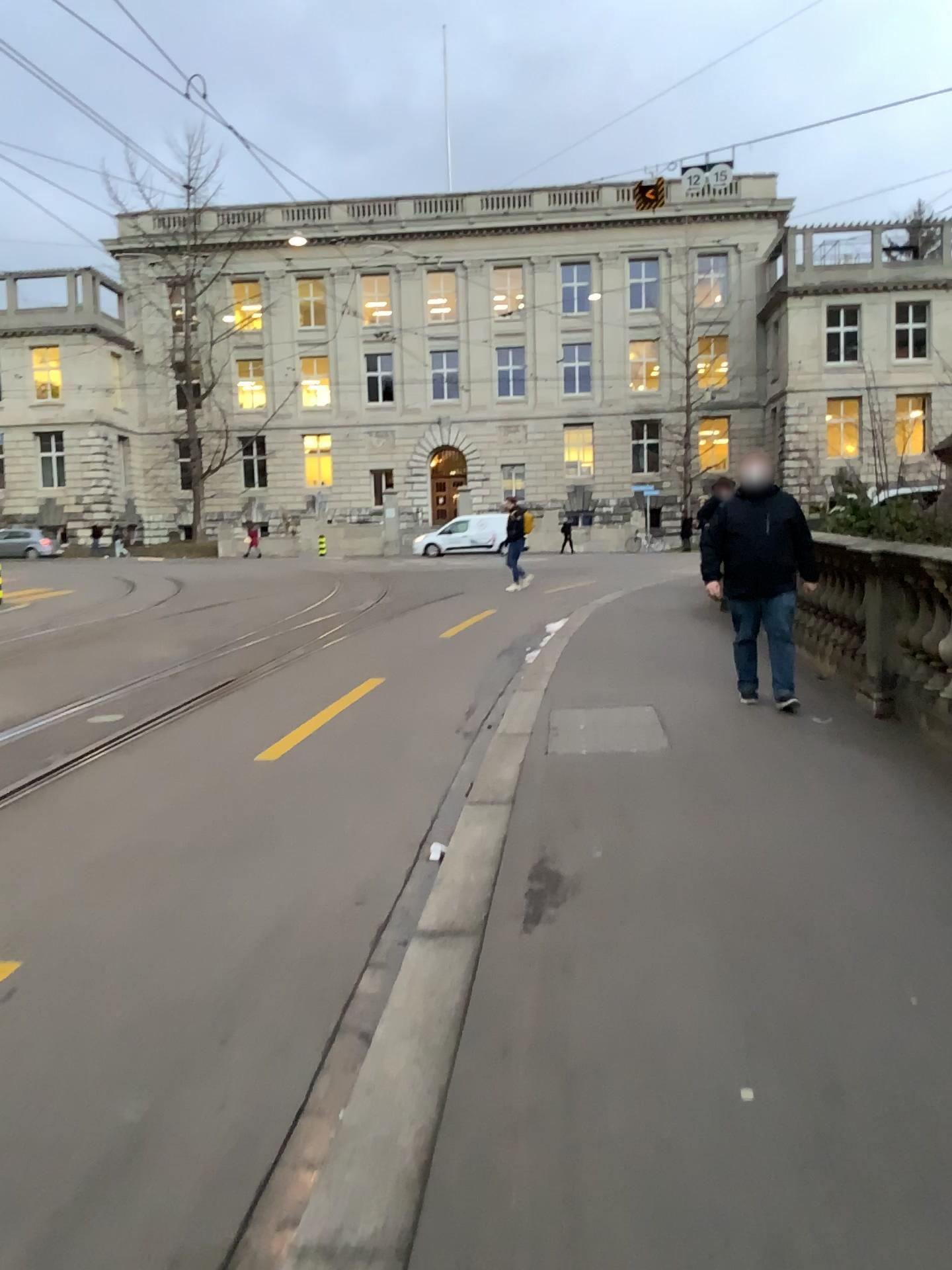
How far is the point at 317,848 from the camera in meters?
4.9
